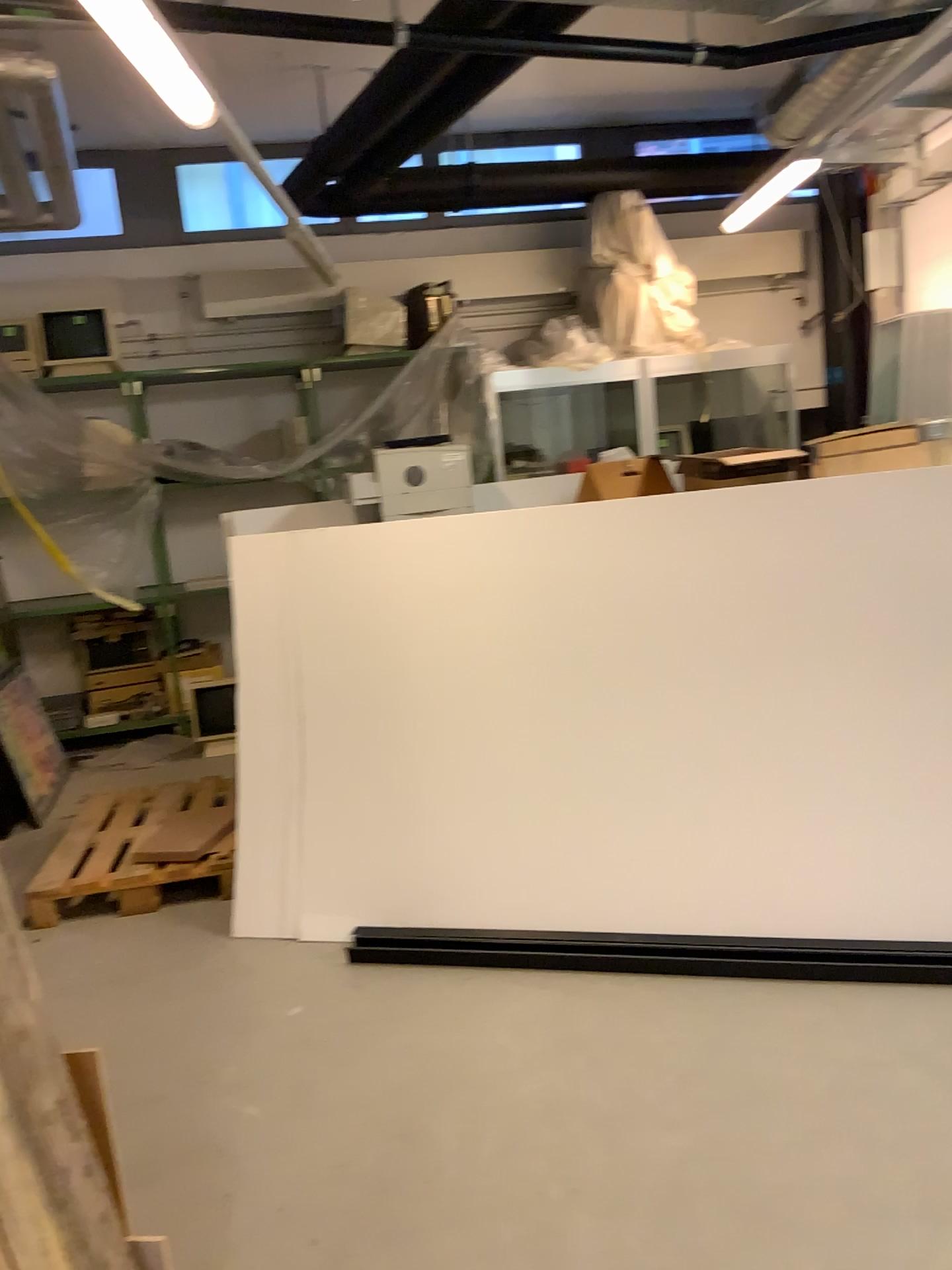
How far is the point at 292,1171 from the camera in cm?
236
